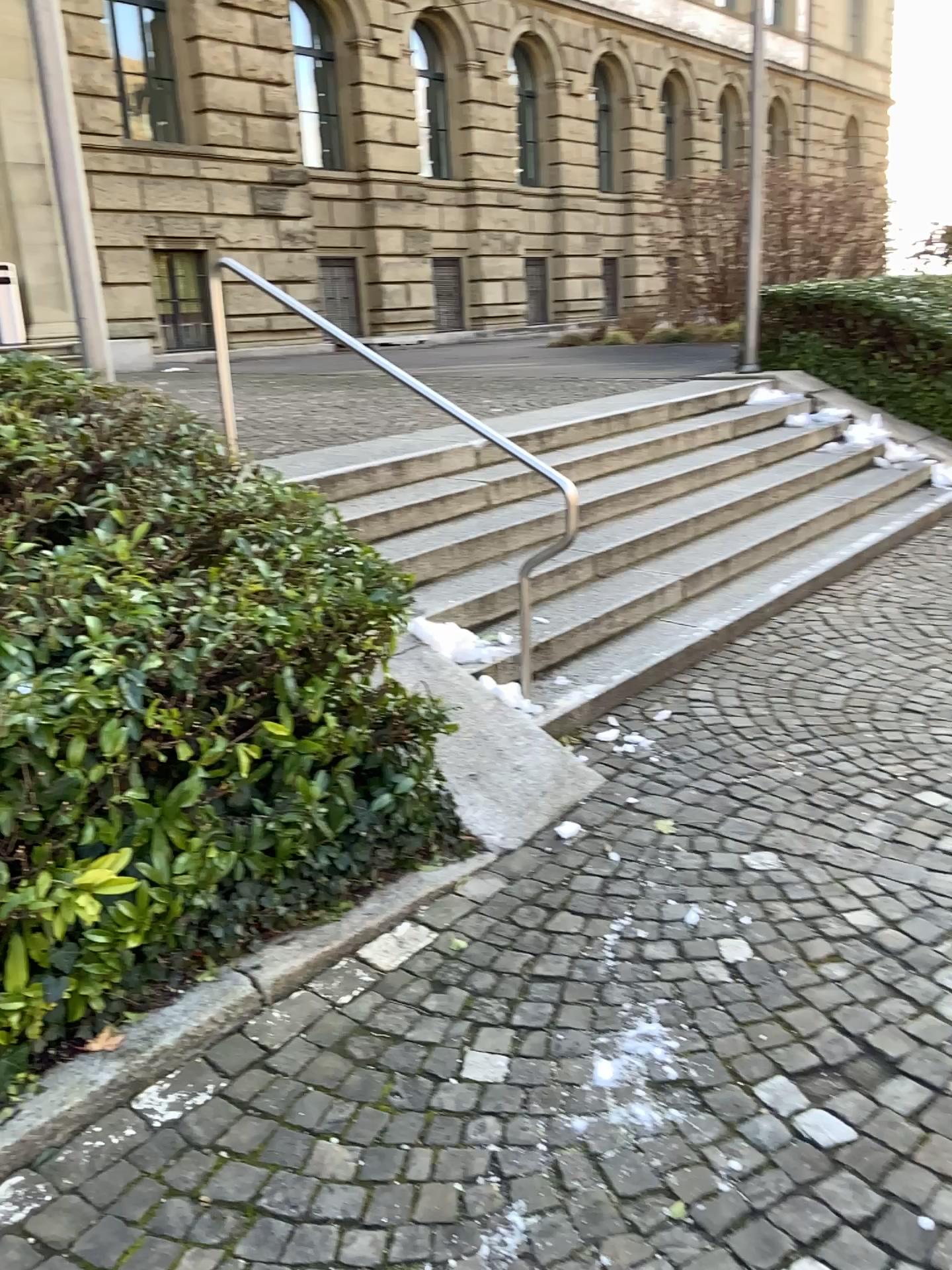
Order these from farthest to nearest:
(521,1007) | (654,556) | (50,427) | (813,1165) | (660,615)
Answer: (654,556), (660,615), (50,427), (521,1007), (813,1165)
